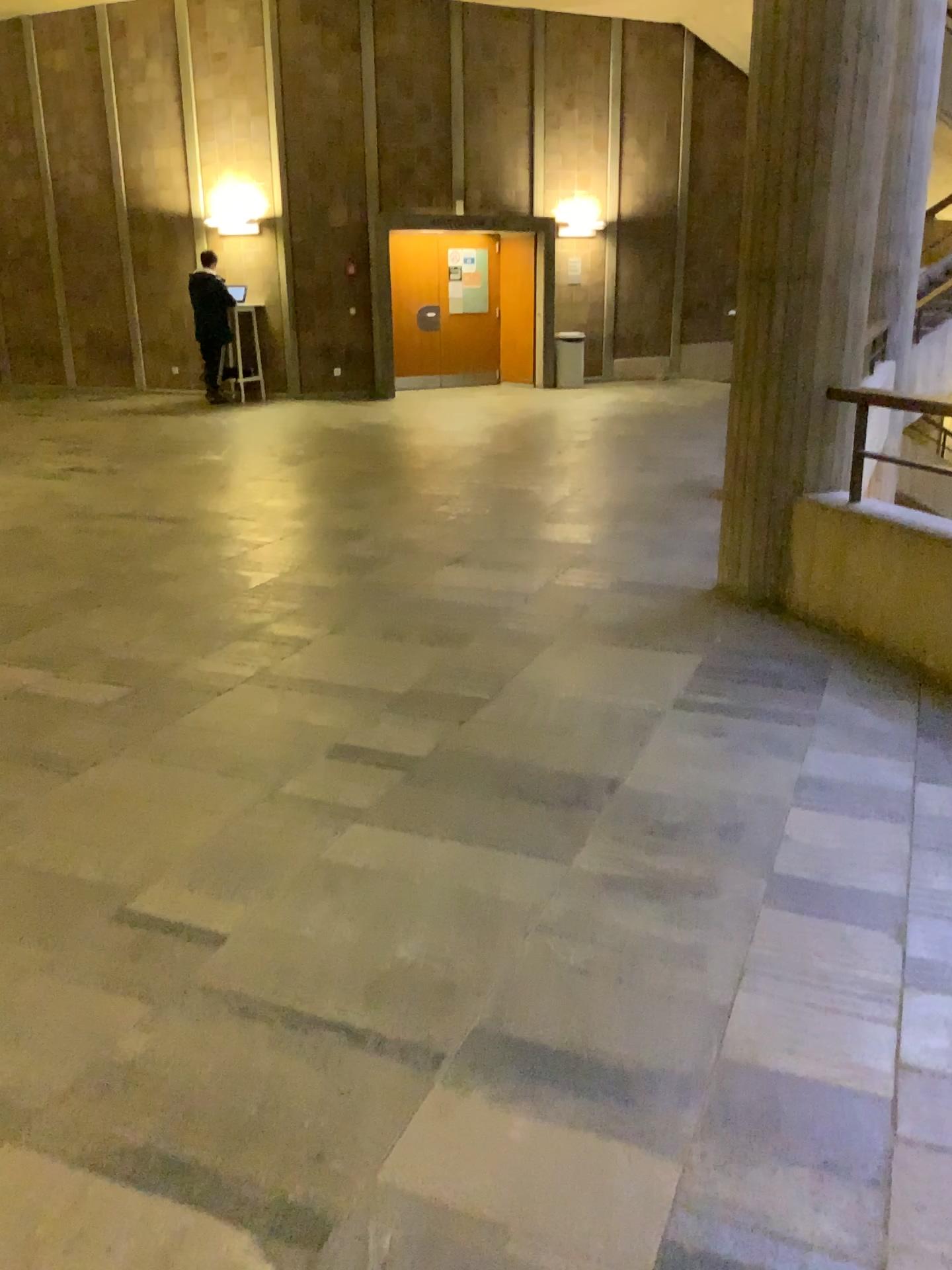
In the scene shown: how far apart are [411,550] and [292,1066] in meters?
3.7 m
